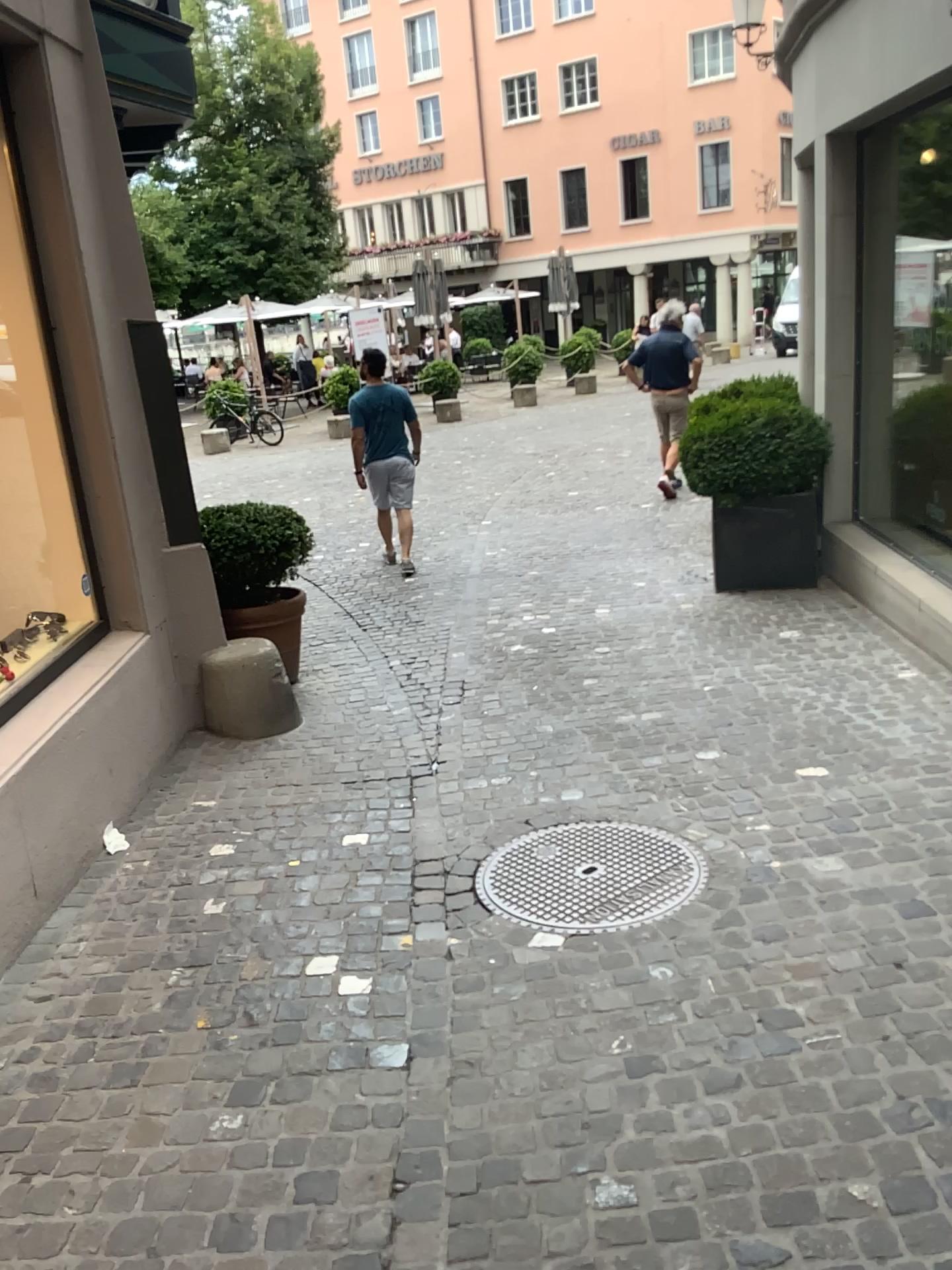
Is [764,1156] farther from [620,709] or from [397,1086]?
[620,709]
